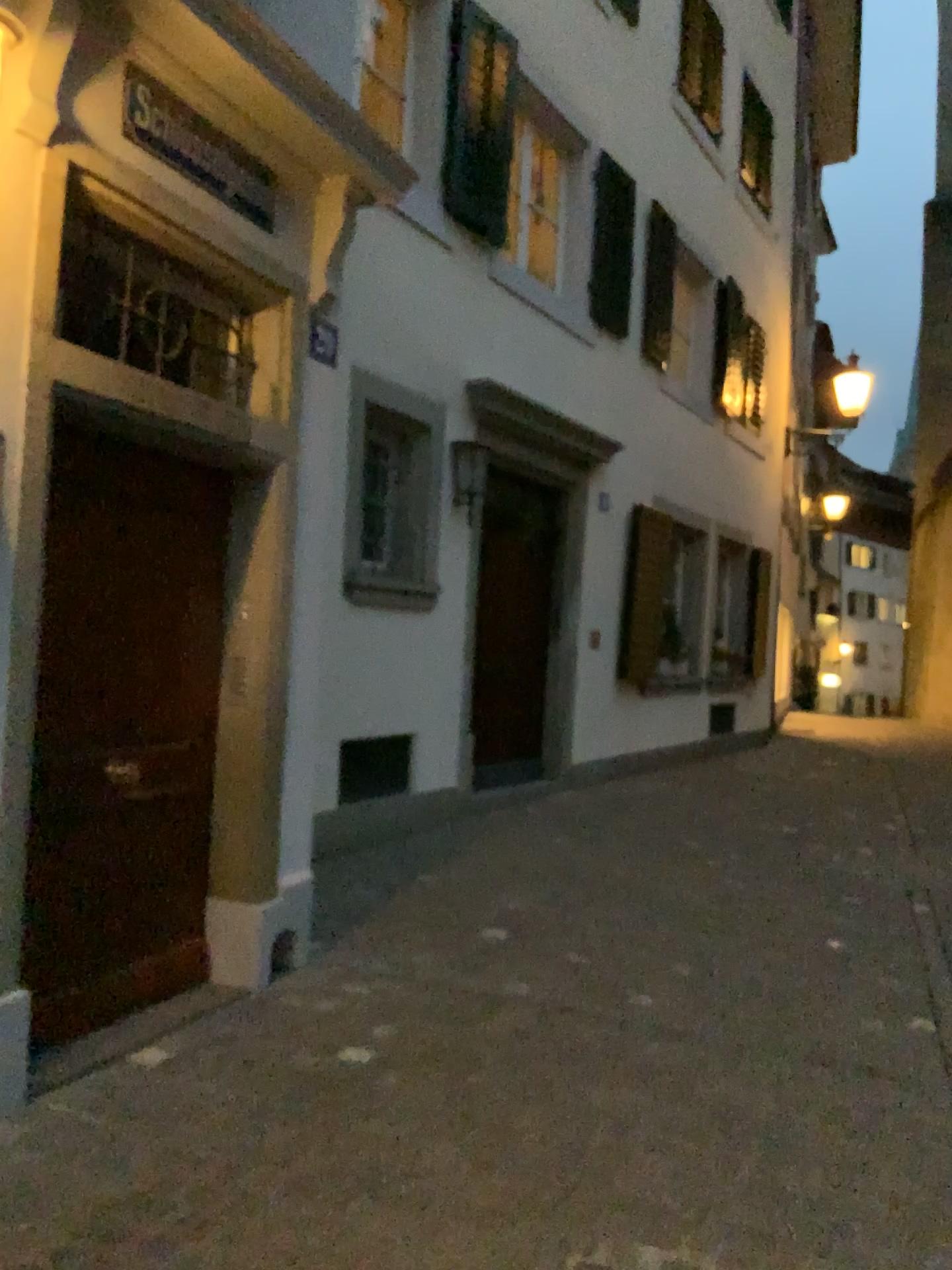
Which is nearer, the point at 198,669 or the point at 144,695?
the point at 144,695

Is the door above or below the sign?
below

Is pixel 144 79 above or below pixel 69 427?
above
